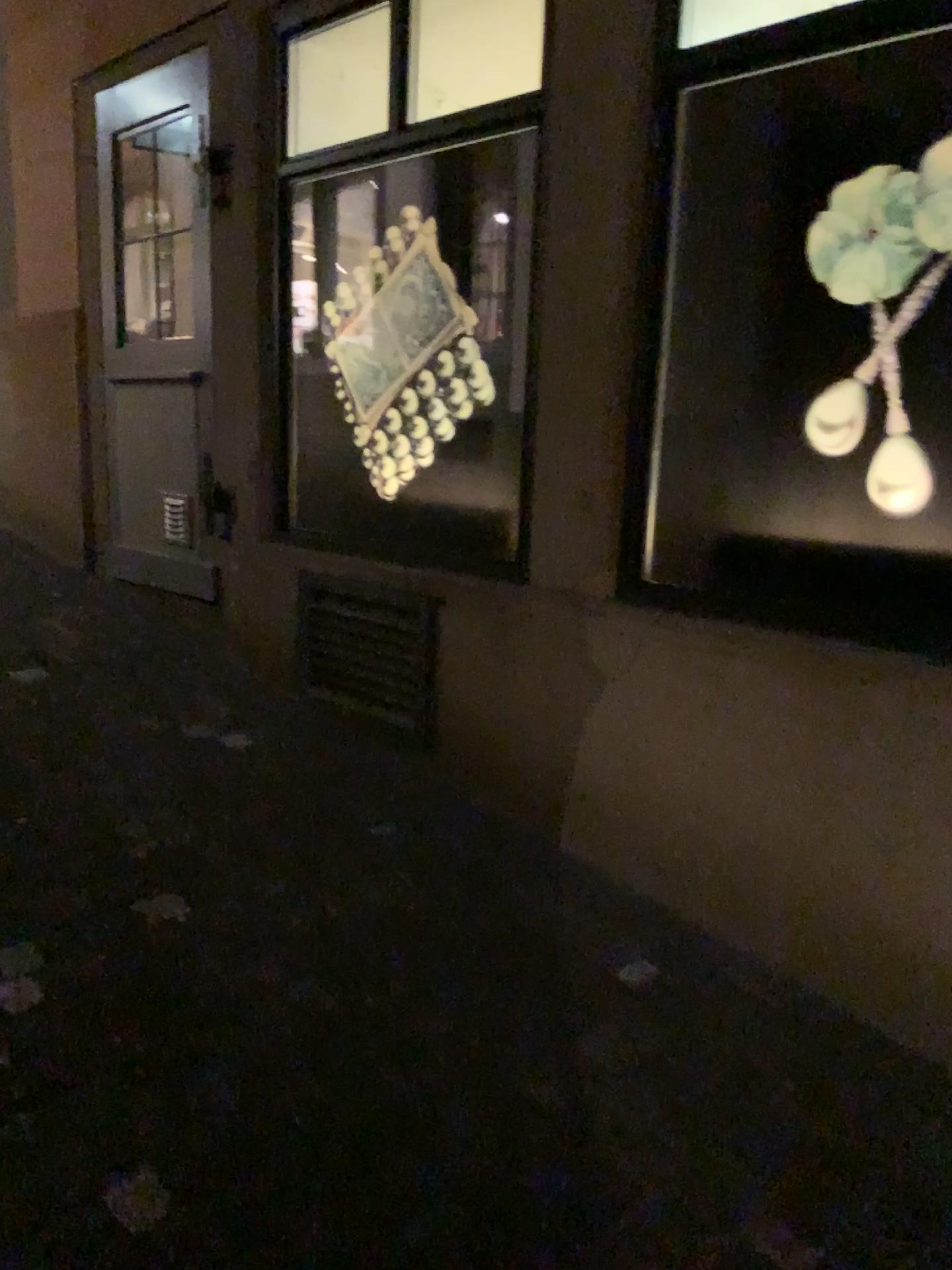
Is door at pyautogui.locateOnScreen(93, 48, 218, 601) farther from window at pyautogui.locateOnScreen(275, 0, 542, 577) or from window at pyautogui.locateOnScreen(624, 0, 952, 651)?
window at pyautogui.locateOnScreen(624, 0, 952, 651)

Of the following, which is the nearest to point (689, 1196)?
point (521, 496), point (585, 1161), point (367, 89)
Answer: point (585, 1161)

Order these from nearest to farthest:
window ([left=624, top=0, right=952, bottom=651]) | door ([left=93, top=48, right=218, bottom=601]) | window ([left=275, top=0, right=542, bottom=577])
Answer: window ([left=624, top=0, right=952, bottom=651]) → window ([left=275, top=0, right=542, bottom=577]) → door ([left=93, top=48, right=218, bottom=601])

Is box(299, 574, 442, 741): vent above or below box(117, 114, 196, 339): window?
below

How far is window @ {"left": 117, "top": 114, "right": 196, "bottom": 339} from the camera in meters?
4.0

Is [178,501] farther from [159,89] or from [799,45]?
[799,45]

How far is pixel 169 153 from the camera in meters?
4.0 m

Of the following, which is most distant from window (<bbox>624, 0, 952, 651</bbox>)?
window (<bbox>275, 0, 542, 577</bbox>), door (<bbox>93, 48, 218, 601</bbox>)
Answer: door (<bbox>93, 48, 218, 601</bbox>)

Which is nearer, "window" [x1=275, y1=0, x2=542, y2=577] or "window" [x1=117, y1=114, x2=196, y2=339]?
"window" [x1=275, y1=0, x2=542, y2=577]

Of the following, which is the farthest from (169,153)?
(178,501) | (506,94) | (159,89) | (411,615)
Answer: (411,615)
